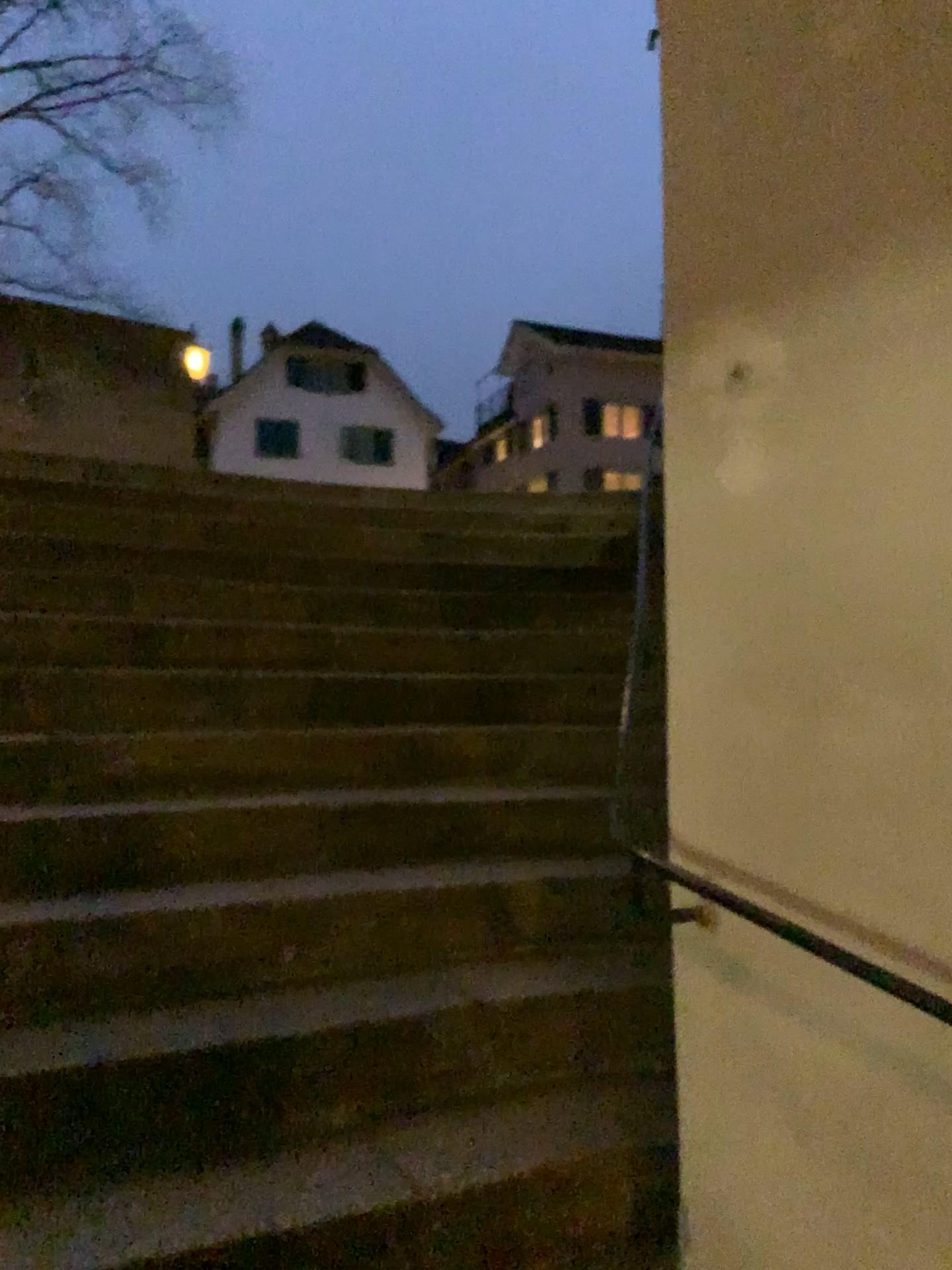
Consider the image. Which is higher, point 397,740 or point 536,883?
point 397,740
